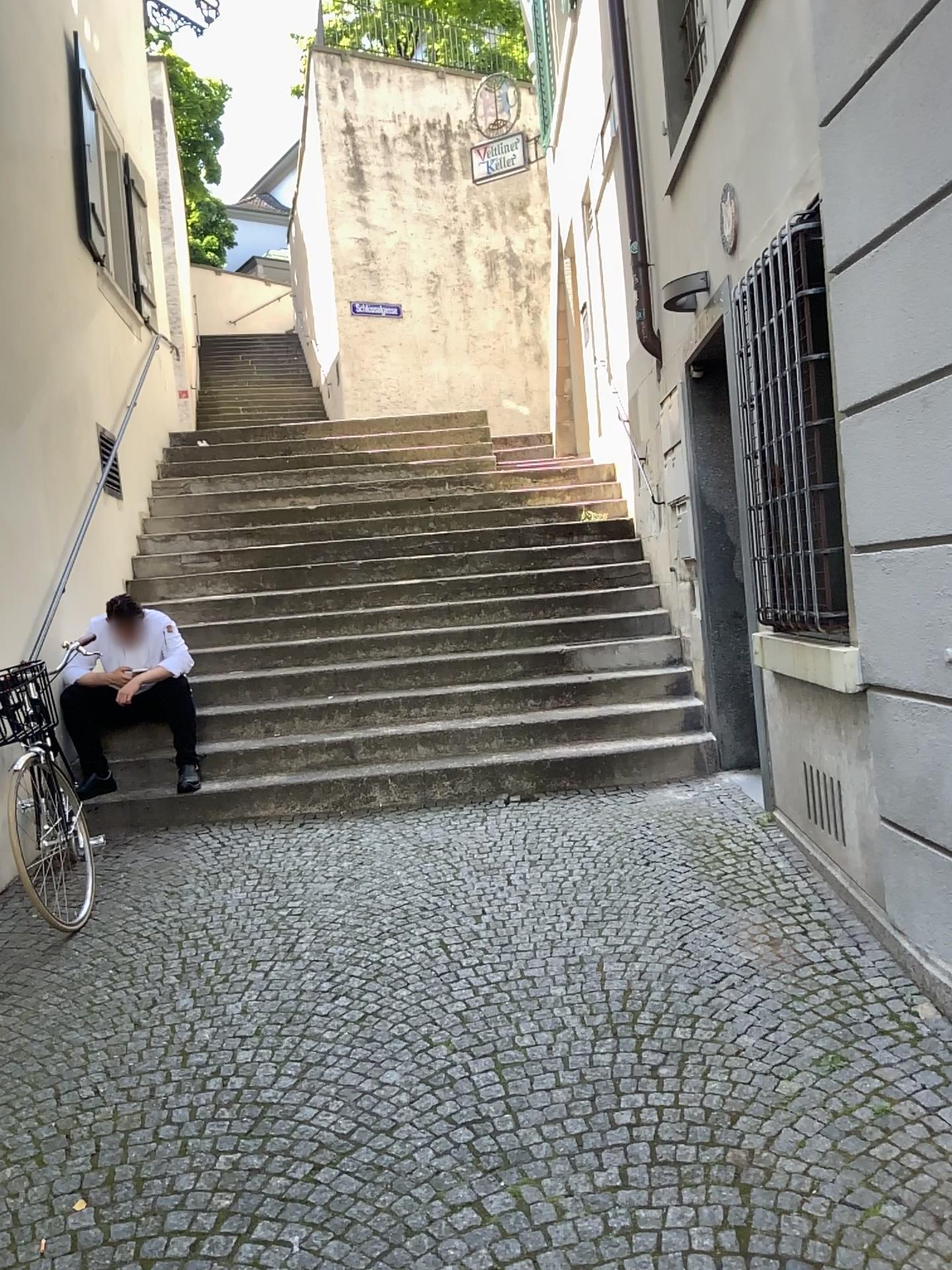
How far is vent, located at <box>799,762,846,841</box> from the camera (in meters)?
3.69

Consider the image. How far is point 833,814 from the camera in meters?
3.7

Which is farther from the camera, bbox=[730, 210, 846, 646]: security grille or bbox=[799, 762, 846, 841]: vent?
bbox=[799, 762, 846, 841]: vent

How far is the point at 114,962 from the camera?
3.6m

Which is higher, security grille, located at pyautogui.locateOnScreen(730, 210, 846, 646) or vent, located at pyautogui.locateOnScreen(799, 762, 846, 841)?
security grille, located at pyautogui.locateOnScreen(730, 210, 846, 646)

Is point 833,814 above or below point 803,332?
below

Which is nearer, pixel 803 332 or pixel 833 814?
pixel 803 332
